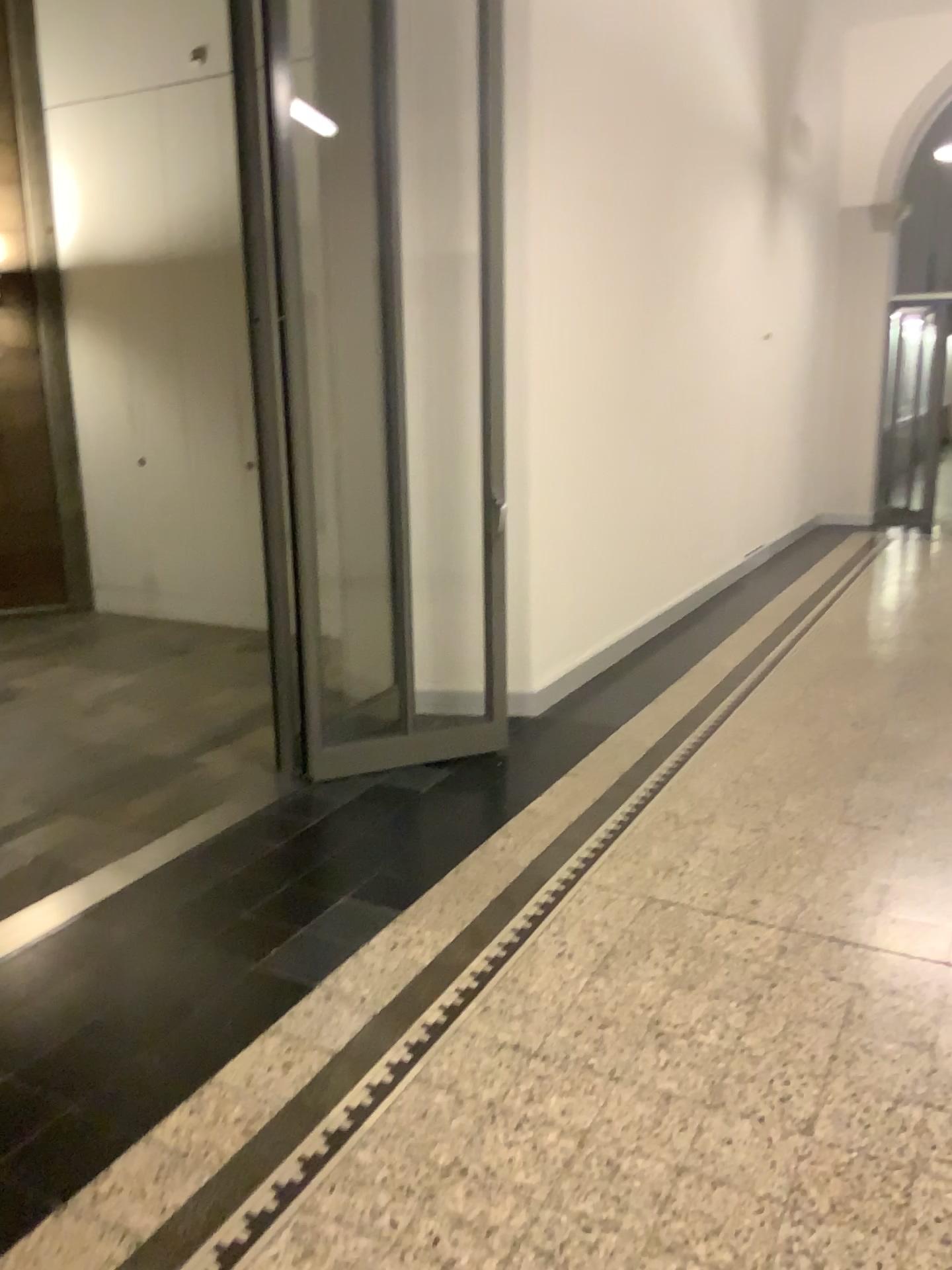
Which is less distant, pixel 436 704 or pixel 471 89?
pixel 471 89

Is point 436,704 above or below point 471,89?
below

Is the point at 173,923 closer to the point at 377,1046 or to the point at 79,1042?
the point at 79,1042

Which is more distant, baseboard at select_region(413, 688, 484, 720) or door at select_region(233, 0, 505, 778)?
baseboard at select_region(413, 688, 484, 720)
